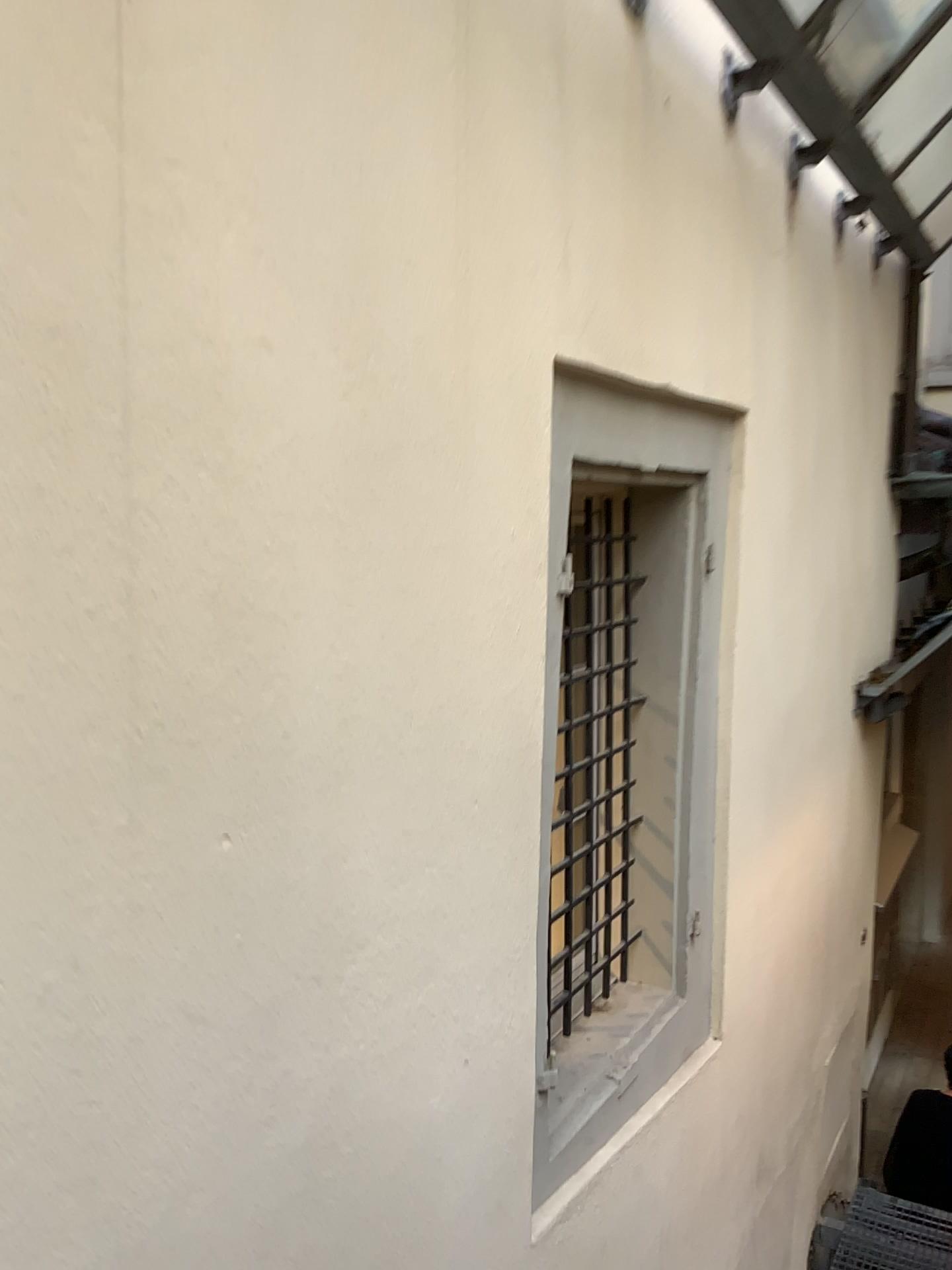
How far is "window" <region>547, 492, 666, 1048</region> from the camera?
2.4m

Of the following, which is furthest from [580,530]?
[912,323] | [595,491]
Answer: [912,323]

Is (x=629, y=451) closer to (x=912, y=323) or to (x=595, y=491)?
(x=595, y=491)

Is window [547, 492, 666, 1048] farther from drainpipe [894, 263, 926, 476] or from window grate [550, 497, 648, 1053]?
drainpipe [894, 263, 926, 476]

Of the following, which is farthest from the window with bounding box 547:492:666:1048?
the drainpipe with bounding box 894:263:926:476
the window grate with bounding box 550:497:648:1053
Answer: the drainpipe with bounding box 894:263:926:476

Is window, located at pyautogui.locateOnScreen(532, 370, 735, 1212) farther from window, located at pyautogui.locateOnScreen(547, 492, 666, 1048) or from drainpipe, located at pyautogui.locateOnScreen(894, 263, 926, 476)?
drainpipe, located at pyautogui.locateOnScreen(894, 263, 926, 476)

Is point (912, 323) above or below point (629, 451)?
above

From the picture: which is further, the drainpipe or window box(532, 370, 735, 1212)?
the drainpipe

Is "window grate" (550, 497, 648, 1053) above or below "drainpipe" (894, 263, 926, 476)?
below

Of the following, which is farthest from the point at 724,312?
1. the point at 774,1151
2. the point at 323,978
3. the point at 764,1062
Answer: the point at 774,1151
